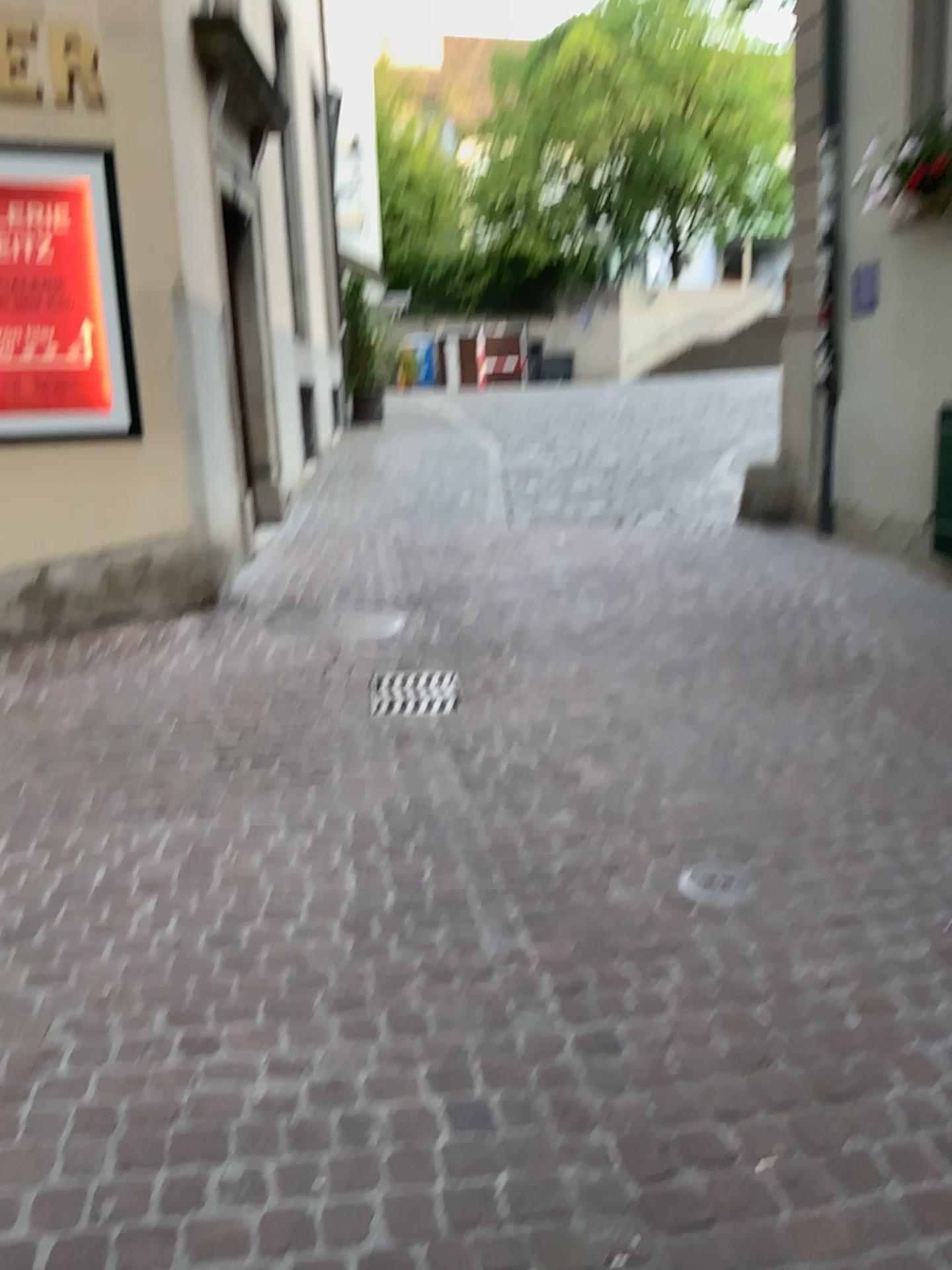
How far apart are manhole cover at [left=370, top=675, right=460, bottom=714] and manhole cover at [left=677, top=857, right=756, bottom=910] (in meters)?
1.61

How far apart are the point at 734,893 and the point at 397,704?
1.88m

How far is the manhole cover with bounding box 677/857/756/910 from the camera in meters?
2.8 m

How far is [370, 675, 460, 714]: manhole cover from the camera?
4.36m

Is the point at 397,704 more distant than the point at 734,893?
Yes

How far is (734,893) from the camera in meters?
2.8 m

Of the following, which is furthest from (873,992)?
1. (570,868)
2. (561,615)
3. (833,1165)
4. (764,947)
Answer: (561,615)

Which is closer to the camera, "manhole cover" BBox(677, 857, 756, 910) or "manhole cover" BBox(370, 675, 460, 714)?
"manhole cover" BBox(677, 857, 756, 910)
